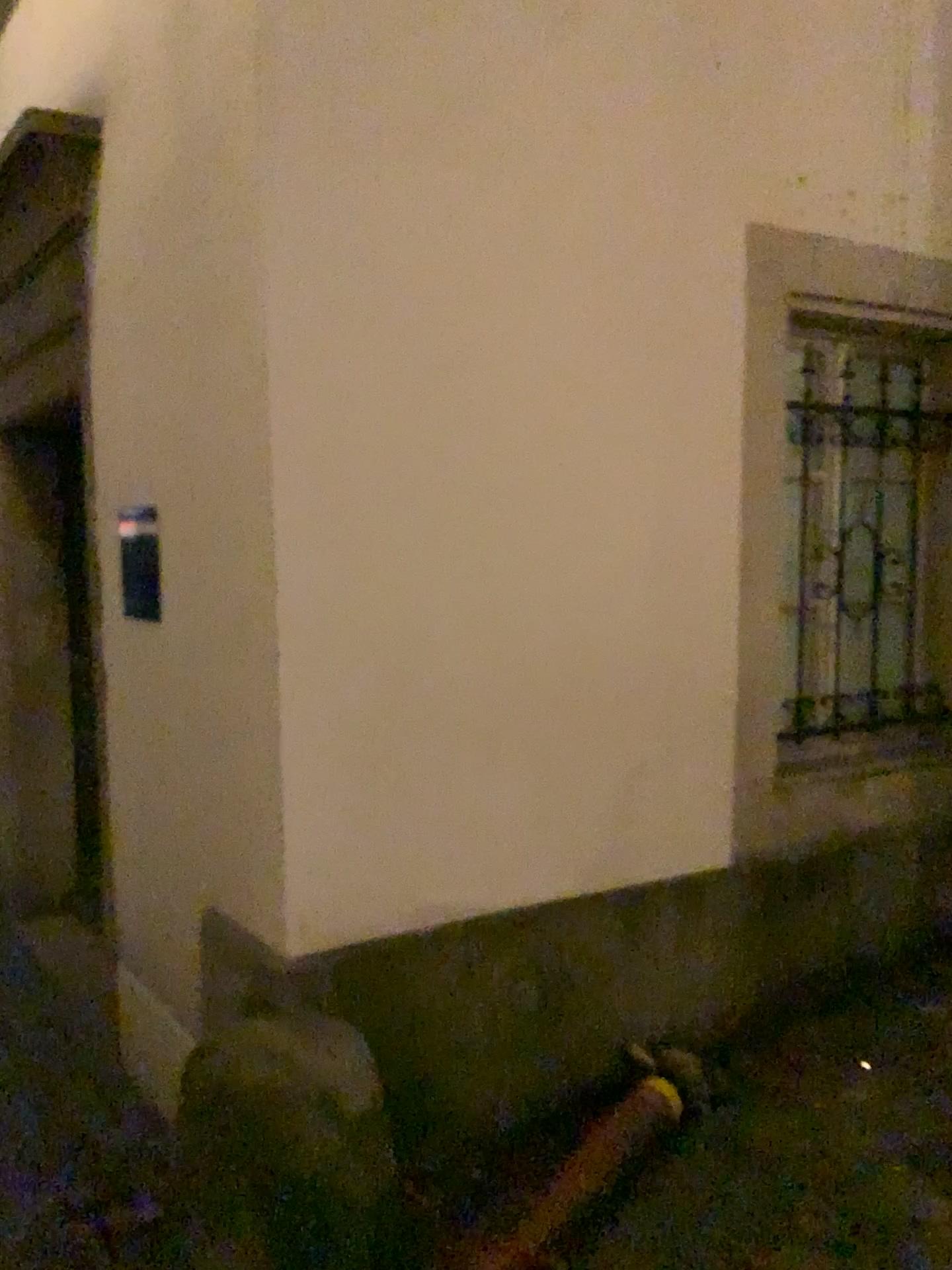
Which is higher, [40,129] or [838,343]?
[40,129]

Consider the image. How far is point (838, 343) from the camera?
3.02m

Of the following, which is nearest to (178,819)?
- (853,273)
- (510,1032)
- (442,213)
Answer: (510,1032)

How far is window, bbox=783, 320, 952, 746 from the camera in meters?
3.0 m
